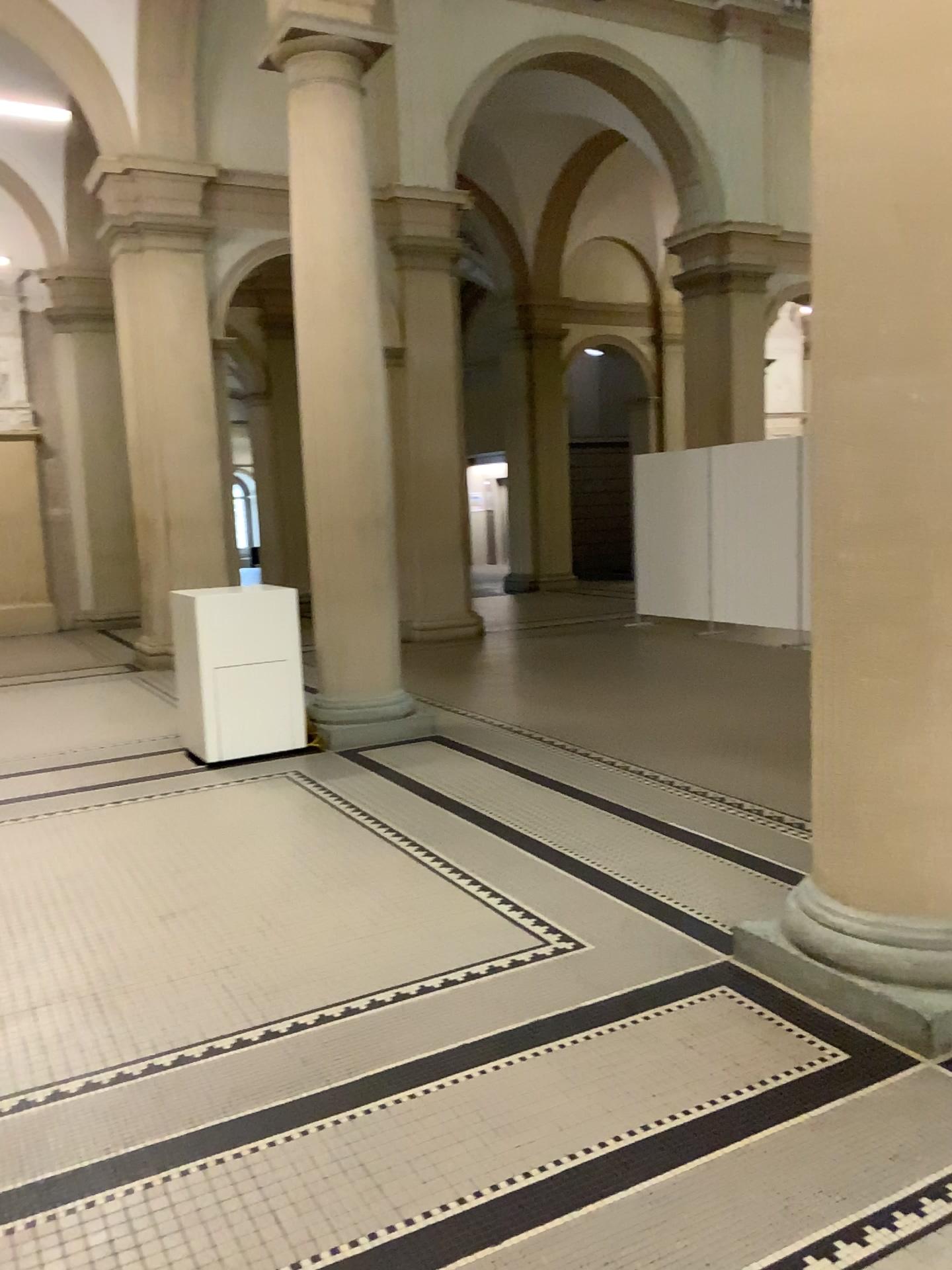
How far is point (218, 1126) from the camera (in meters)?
2.51

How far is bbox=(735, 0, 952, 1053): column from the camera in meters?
2.7 m

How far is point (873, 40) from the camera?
2.7m
